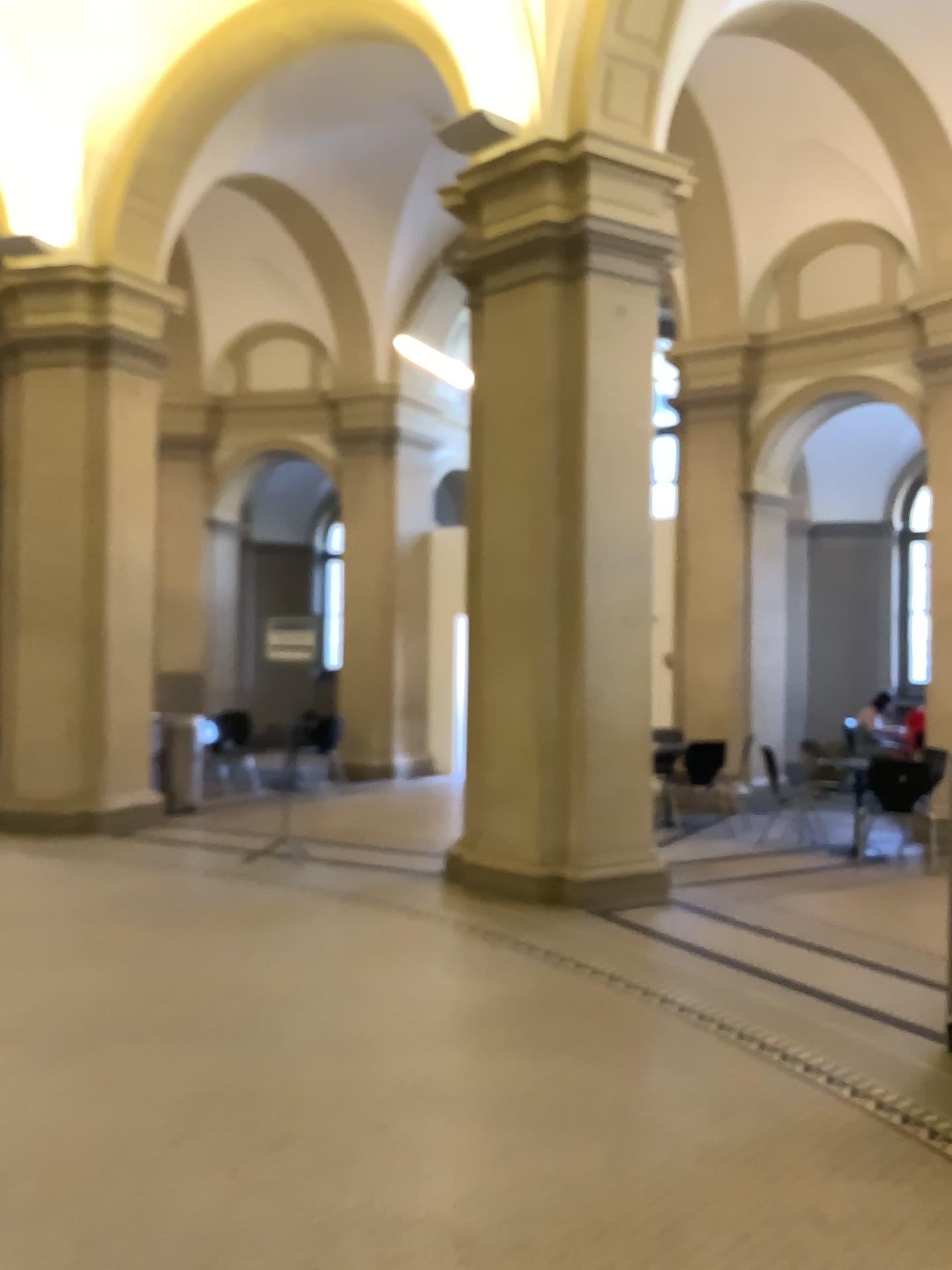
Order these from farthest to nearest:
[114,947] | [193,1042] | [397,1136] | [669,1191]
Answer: [114,947] < [193,1042] < [397,1136] < [669,1191]
